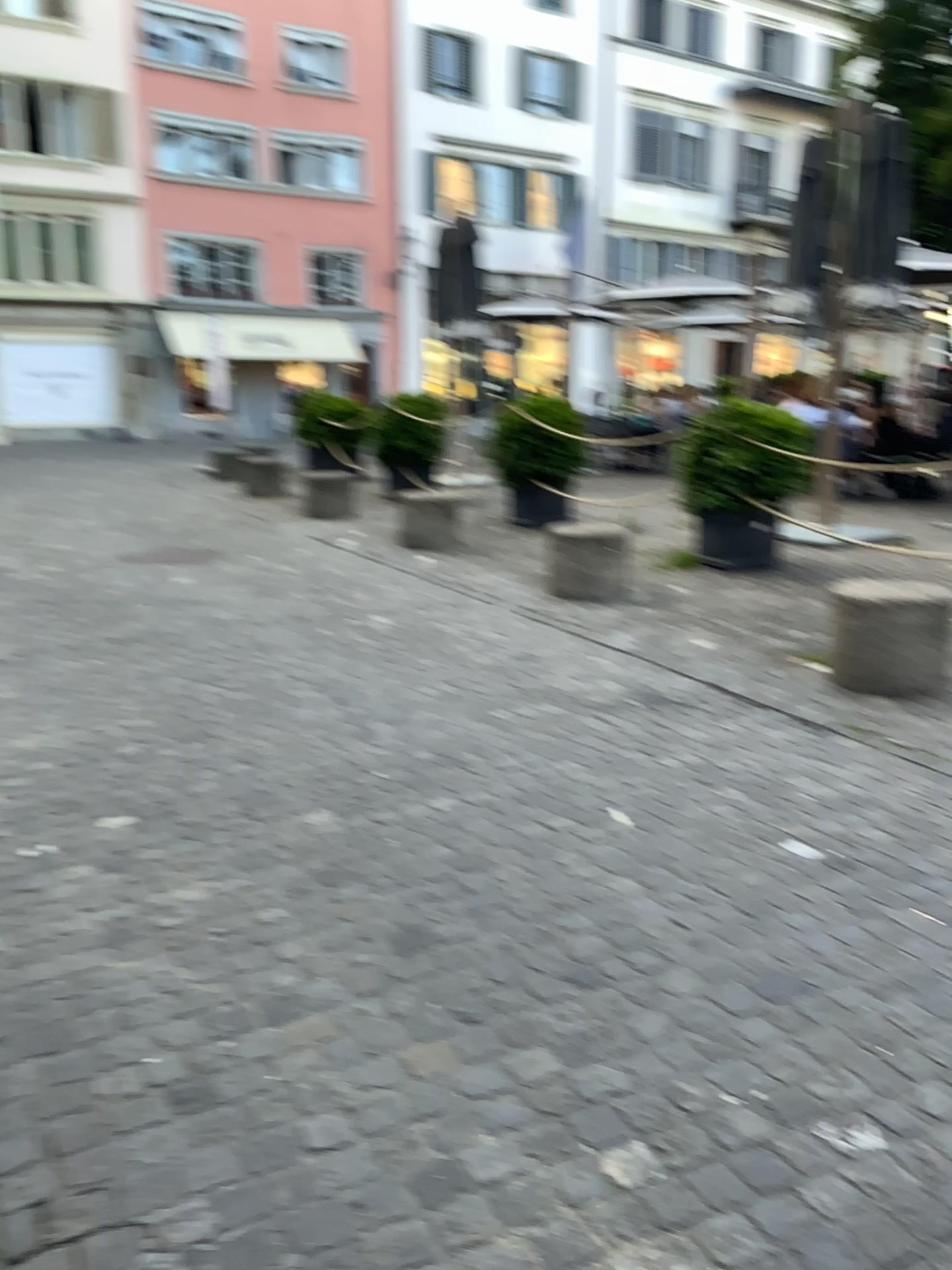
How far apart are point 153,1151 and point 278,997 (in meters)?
0.48
